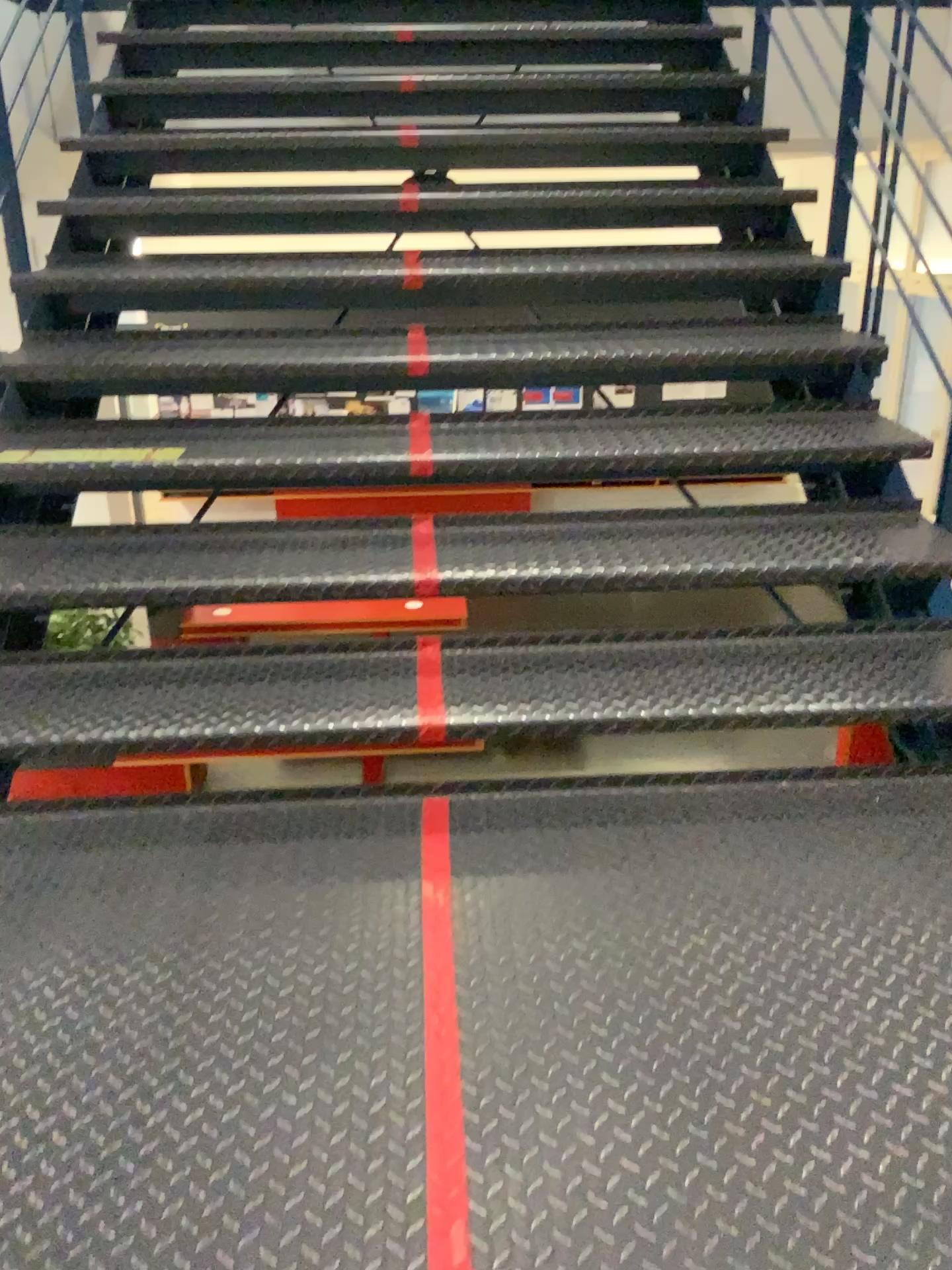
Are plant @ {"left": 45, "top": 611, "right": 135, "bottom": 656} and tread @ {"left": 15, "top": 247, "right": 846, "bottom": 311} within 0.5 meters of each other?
no

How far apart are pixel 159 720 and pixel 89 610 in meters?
0.4 m

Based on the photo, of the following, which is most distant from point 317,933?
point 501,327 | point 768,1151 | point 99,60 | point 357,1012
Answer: point 99,60

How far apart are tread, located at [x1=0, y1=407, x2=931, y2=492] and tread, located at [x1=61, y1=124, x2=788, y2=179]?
1.1 meters

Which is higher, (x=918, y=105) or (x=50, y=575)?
(x=918, y=105)

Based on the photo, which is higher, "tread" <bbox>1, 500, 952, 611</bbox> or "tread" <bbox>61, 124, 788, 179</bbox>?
"tread" <bbox>61, 124, 788, 179</bbox>

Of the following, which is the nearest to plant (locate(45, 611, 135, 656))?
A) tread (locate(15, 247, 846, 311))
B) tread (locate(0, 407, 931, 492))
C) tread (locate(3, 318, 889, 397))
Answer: tread (locate(0, 407, 931, 492))

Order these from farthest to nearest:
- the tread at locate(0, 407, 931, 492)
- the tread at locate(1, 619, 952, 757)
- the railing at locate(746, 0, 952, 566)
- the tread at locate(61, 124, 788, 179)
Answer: the tread at locate(61, 124, 788, 179), the railing at locate(746, 0, 952, 566), the tread at locate(0, 407, 931, 492), the tread at locate(1, 619, 952, 757)

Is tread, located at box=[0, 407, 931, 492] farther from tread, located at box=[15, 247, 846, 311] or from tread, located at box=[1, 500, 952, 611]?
tread, located at box=[15, 247, 846, 311]

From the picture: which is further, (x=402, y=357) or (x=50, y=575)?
(x=402, y=357)
